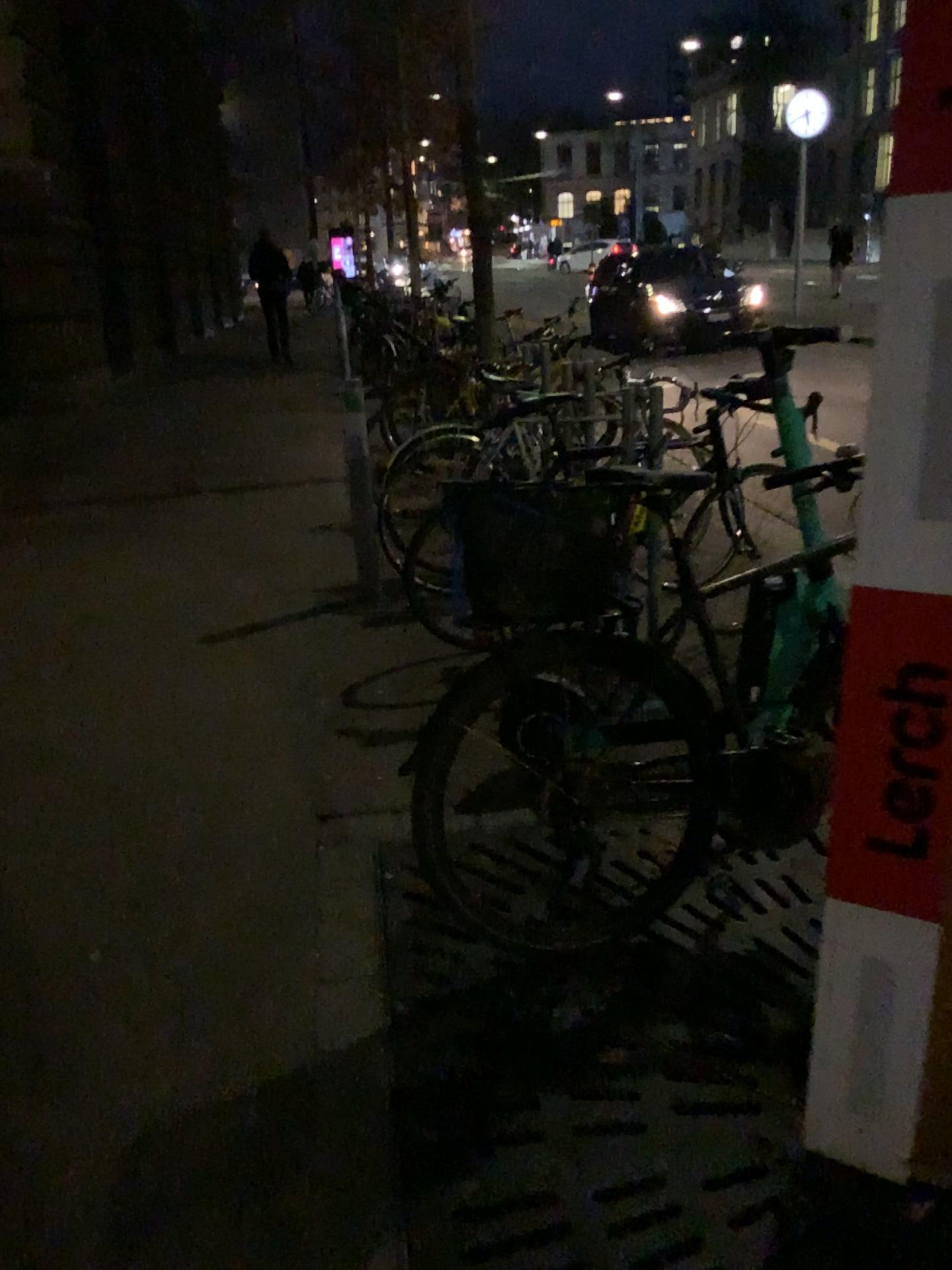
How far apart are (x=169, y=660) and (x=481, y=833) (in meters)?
1.83
